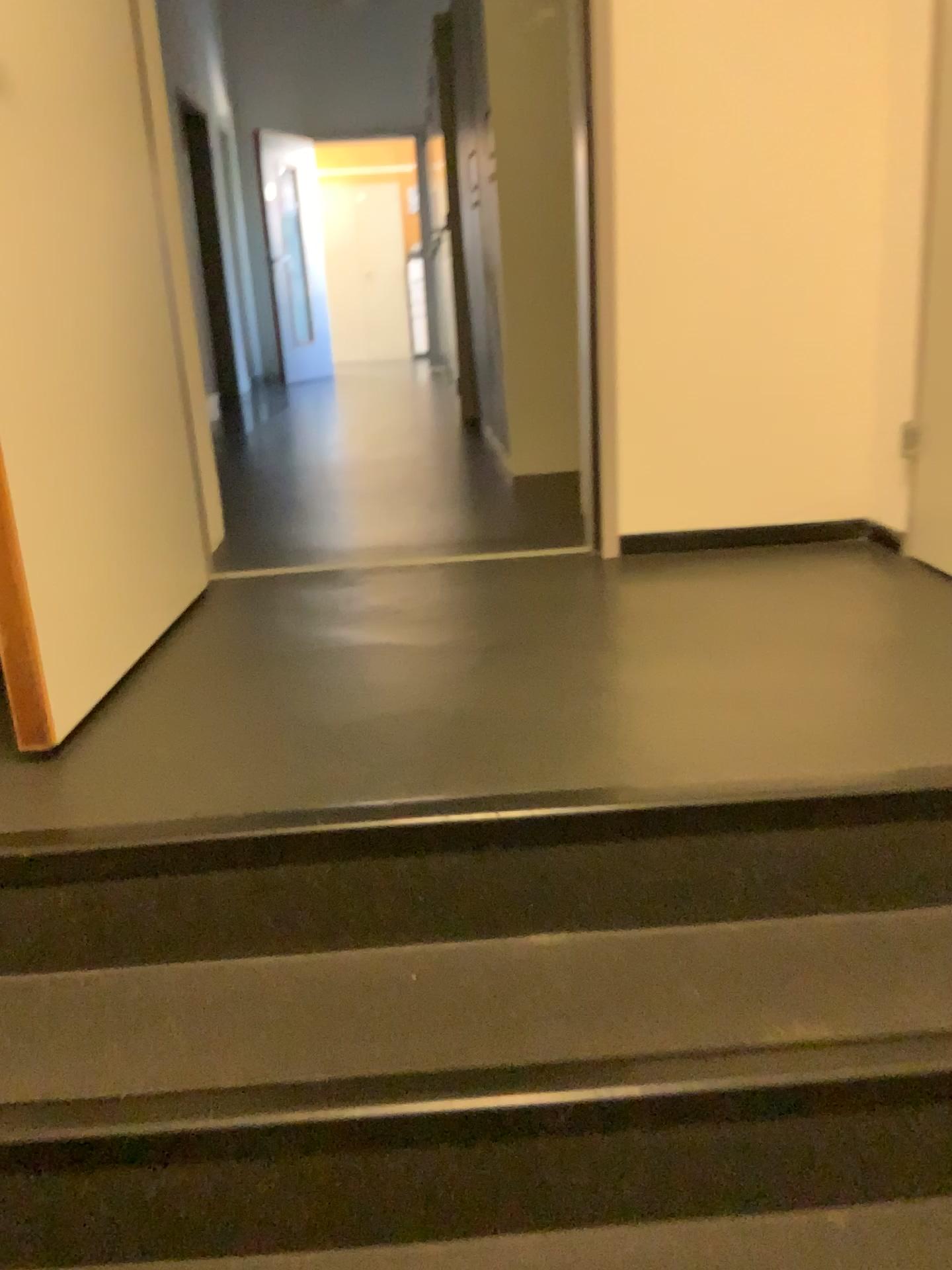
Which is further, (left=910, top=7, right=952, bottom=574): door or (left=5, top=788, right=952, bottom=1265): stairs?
(left=910, top=7, right=952, bottom=574): door

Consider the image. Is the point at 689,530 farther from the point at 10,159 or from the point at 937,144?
the point at 10,159

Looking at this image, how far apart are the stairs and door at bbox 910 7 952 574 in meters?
1.0

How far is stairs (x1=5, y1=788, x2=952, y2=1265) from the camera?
1.1m

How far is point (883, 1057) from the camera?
1.06m

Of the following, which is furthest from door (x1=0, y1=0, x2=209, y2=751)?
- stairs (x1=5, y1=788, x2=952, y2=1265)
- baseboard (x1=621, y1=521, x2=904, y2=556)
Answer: baseboard (x1=621, y1=521, x2=904, y2=556)

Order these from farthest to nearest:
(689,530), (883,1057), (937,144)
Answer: (689,530) < (937,144) < (883,1057)

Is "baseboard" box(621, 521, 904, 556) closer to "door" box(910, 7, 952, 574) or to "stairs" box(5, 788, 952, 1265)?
"door" box(910, 7, 952, 574)

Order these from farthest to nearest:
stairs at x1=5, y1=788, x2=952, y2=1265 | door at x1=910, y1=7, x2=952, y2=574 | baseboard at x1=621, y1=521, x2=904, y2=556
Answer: baseboard at x1=621, y1=521, x2=904, y2=556
door at x1=910, y1=7, x2=952, y2=574
stairs at x1=5, y1=788, x2=952, y2=1265

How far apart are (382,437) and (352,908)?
3.6m
